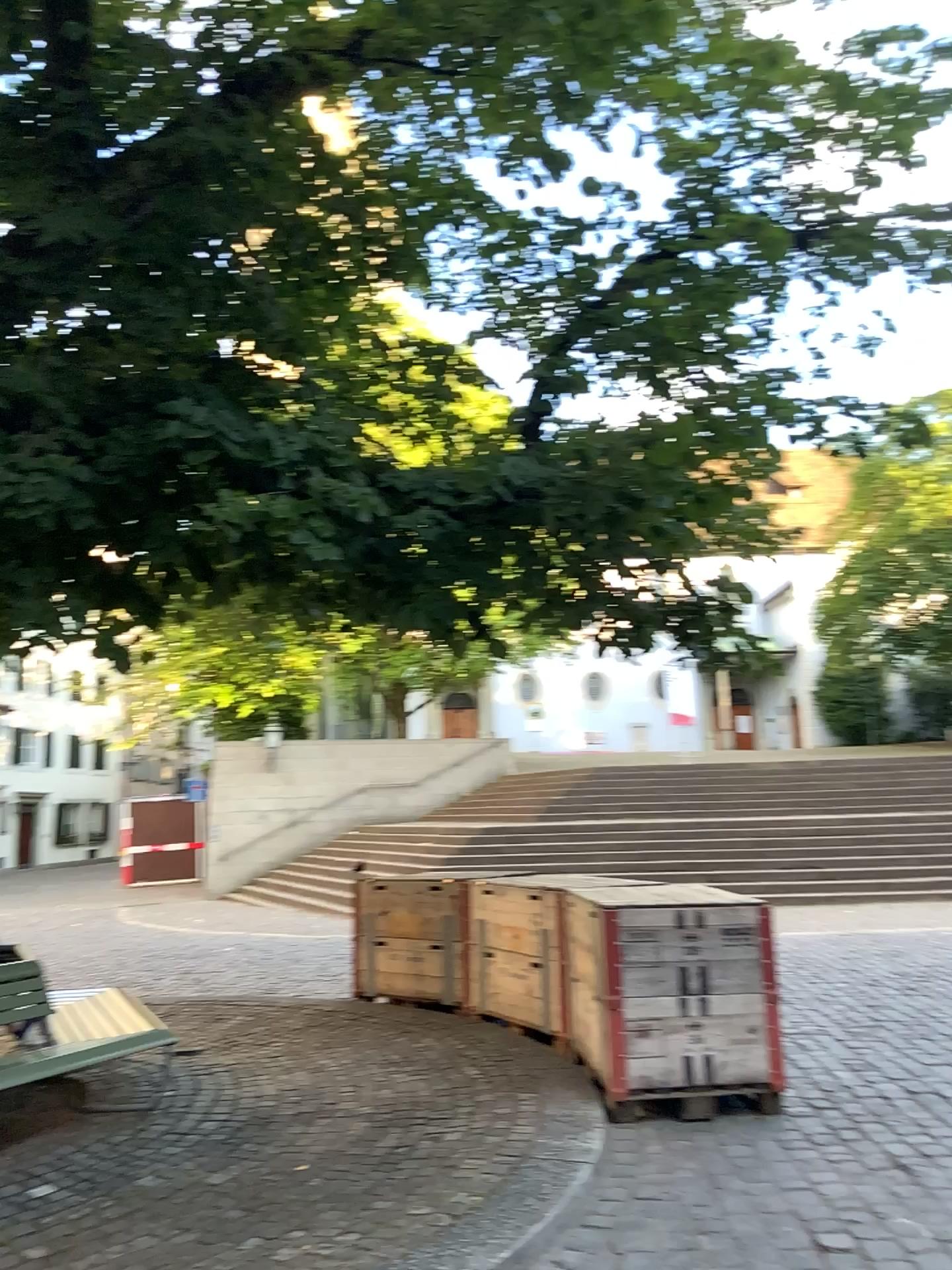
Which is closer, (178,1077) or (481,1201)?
(481,1201)
